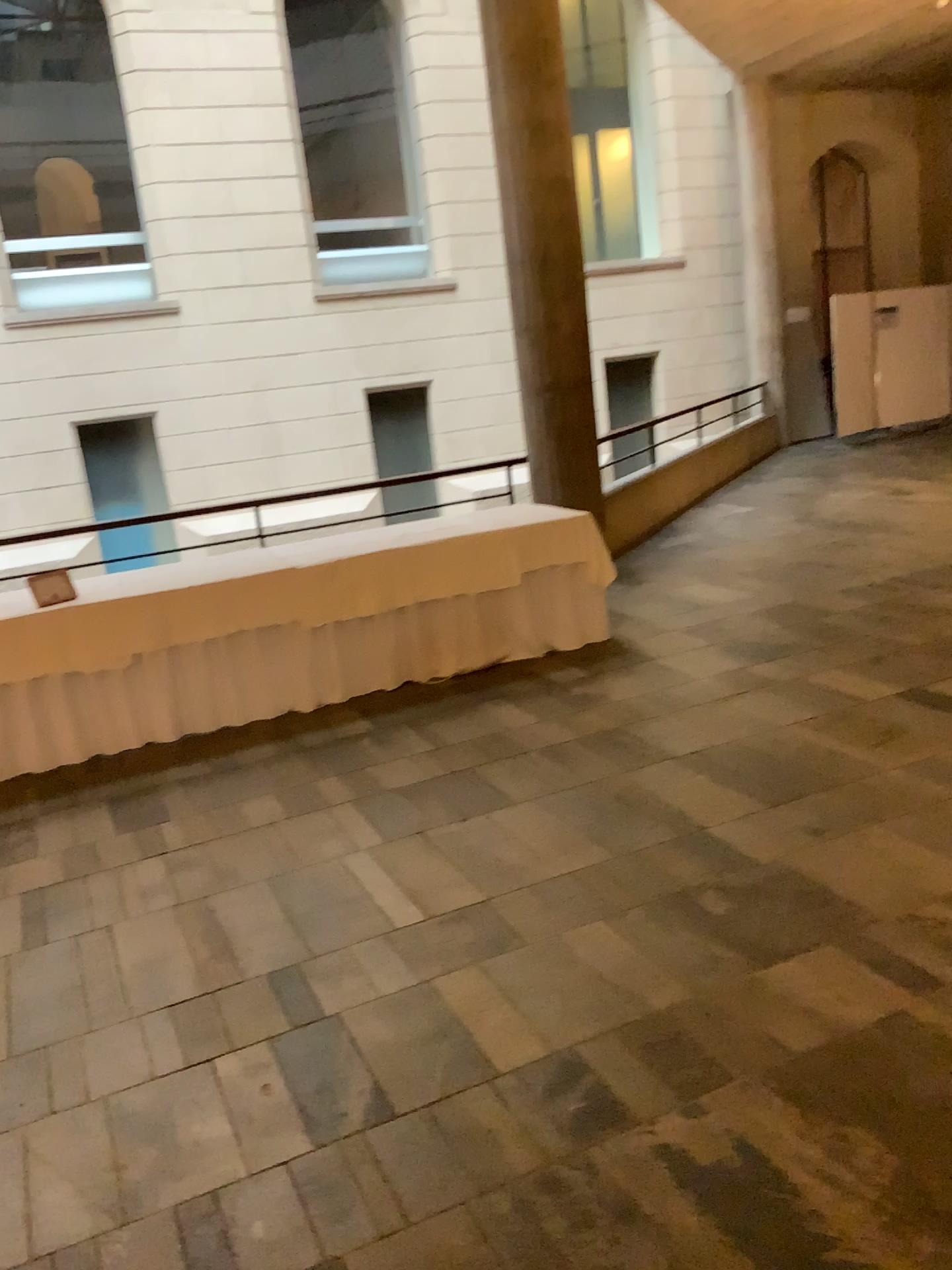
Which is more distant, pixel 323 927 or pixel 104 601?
pixel 104 601
